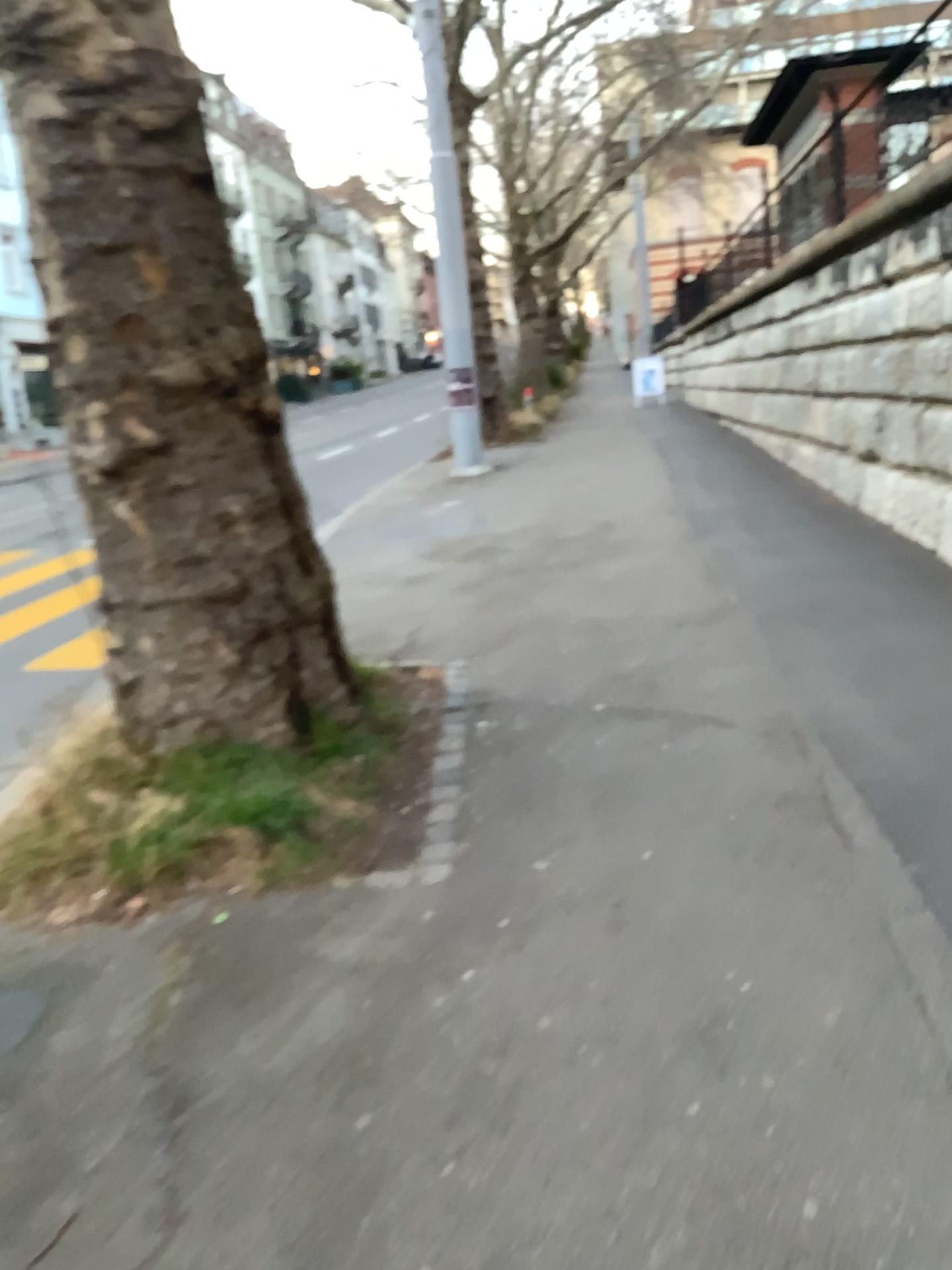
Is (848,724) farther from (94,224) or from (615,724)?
(94,224)

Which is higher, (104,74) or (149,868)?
(104,74)
